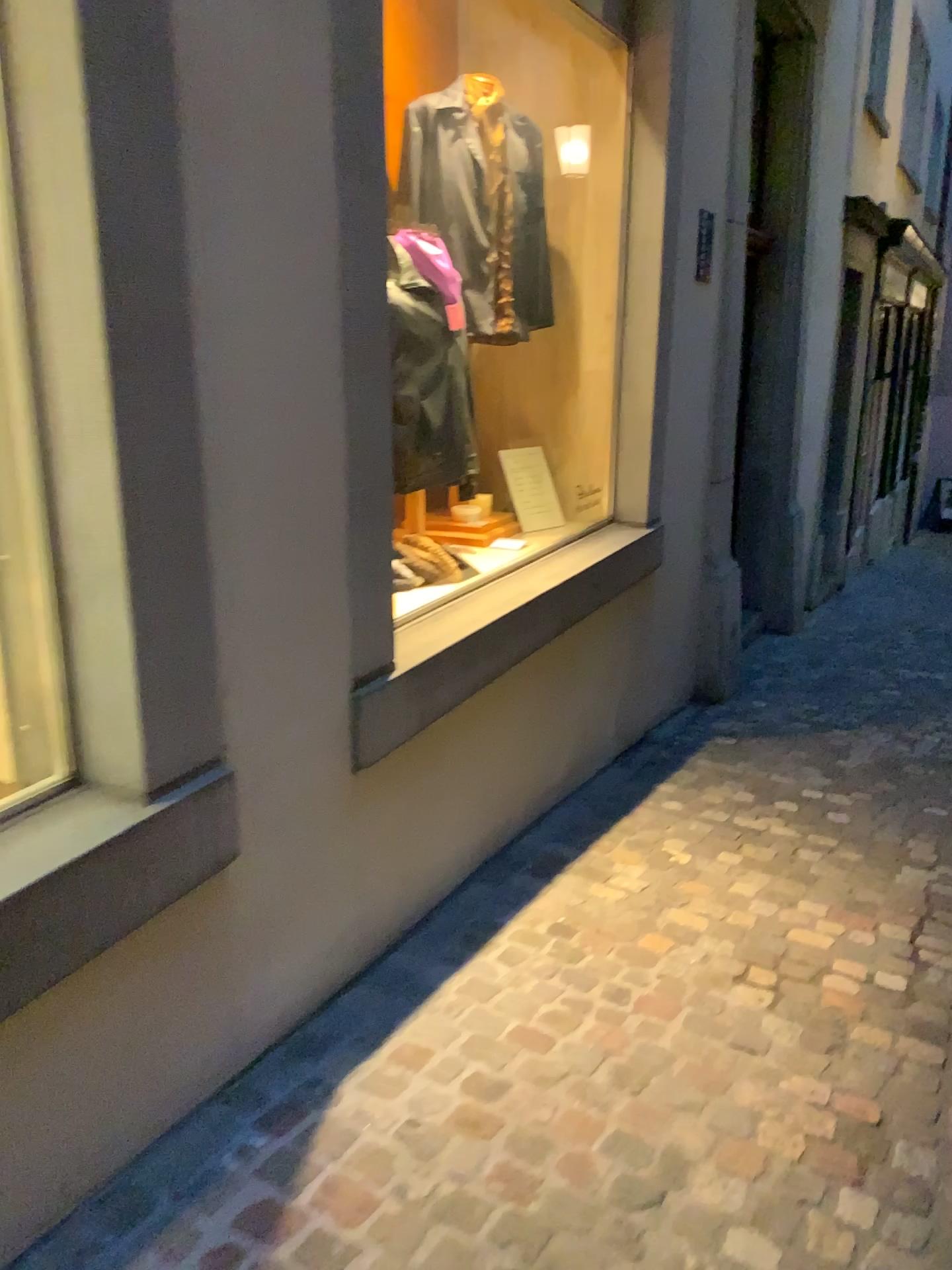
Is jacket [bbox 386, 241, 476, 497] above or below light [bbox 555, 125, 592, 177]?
below

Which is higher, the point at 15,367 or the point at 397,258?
the point at 397,258

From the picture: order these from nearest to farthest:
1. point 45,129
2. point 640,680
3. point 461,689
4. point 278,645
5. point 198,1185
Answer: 1. point 45,129
2. point 198,1185
3. point 278,645
4. point 461,689
5. point 640,680

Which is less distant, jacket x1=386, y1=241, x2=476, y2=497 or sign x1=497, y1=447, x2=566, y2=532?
jacket x1=386, y1=241, x2=476, y2=497

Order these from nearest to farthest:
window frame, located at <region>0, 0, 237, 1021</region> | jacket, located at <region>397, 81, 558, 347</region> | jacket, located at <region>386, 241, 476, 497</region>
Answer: window frame, located at <region>0, 0, 237, 1021</region> < jacket, located at <region>386, 241, 476, 497</region> < jacket, located at <region>397, 81, 558, 347</region>

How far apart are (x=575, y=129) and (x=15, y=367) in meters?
3.0

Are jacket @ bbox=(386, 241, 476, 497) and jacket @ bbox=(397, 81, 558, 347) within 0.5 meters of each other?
yes

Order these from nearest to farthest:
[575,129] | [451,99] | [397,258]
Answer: [397,258] → [451,99] → [575,129]

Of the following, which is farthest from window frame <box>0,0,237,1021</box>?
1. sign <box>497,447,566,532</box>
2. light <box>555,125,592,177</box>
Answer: light <box>555,125,592,177</box>

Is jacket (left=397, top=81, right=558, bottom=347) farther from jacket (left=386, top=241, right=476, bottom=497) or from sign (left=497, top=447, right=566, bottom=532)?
sign (left=497, top=447, right=566, bottom=532)
